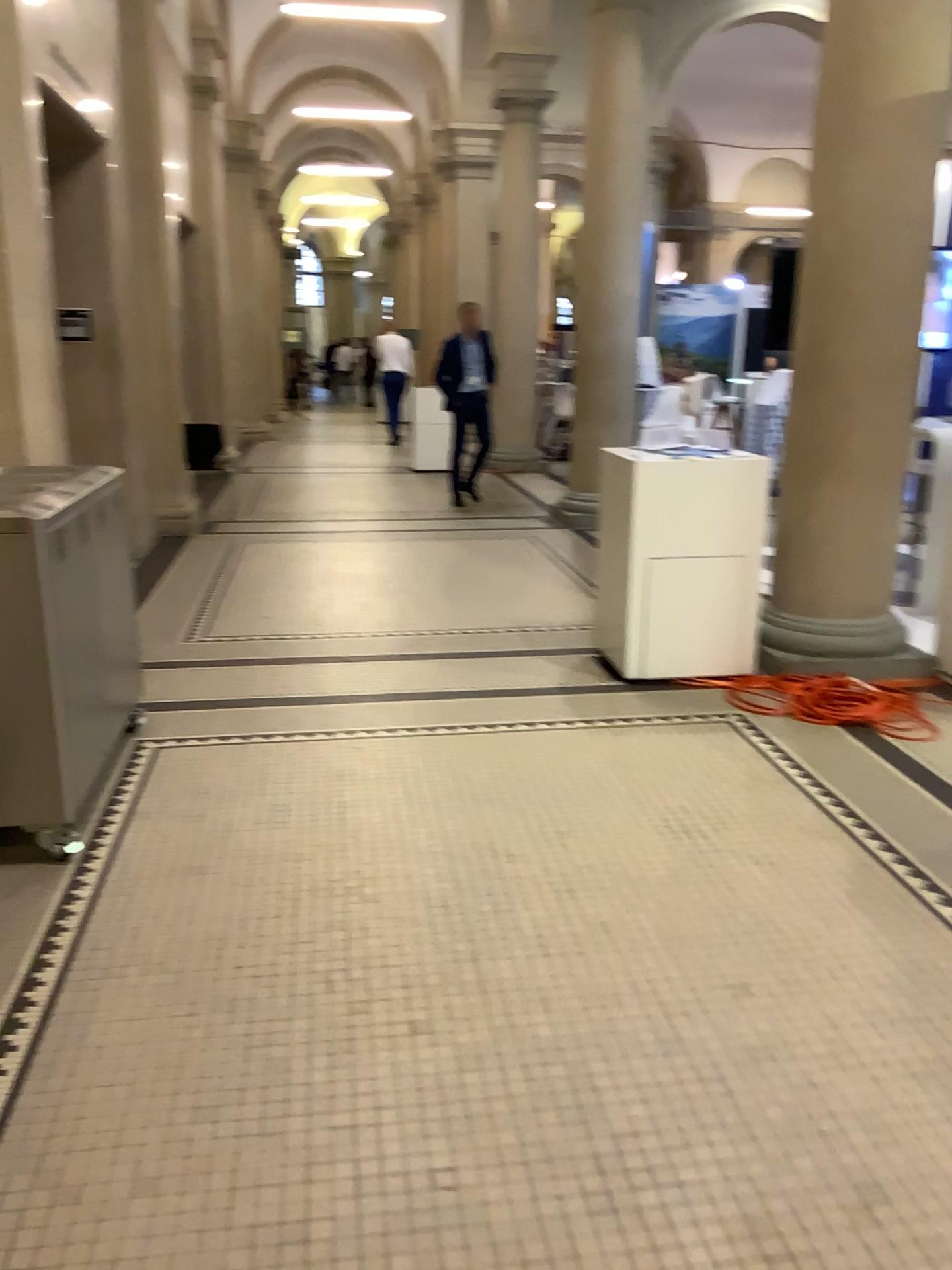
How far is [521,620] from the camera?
5.31m

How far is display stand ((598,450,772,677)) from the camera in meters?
4.5

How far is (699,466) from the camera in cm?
455

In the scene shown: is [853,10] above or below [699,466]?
above
